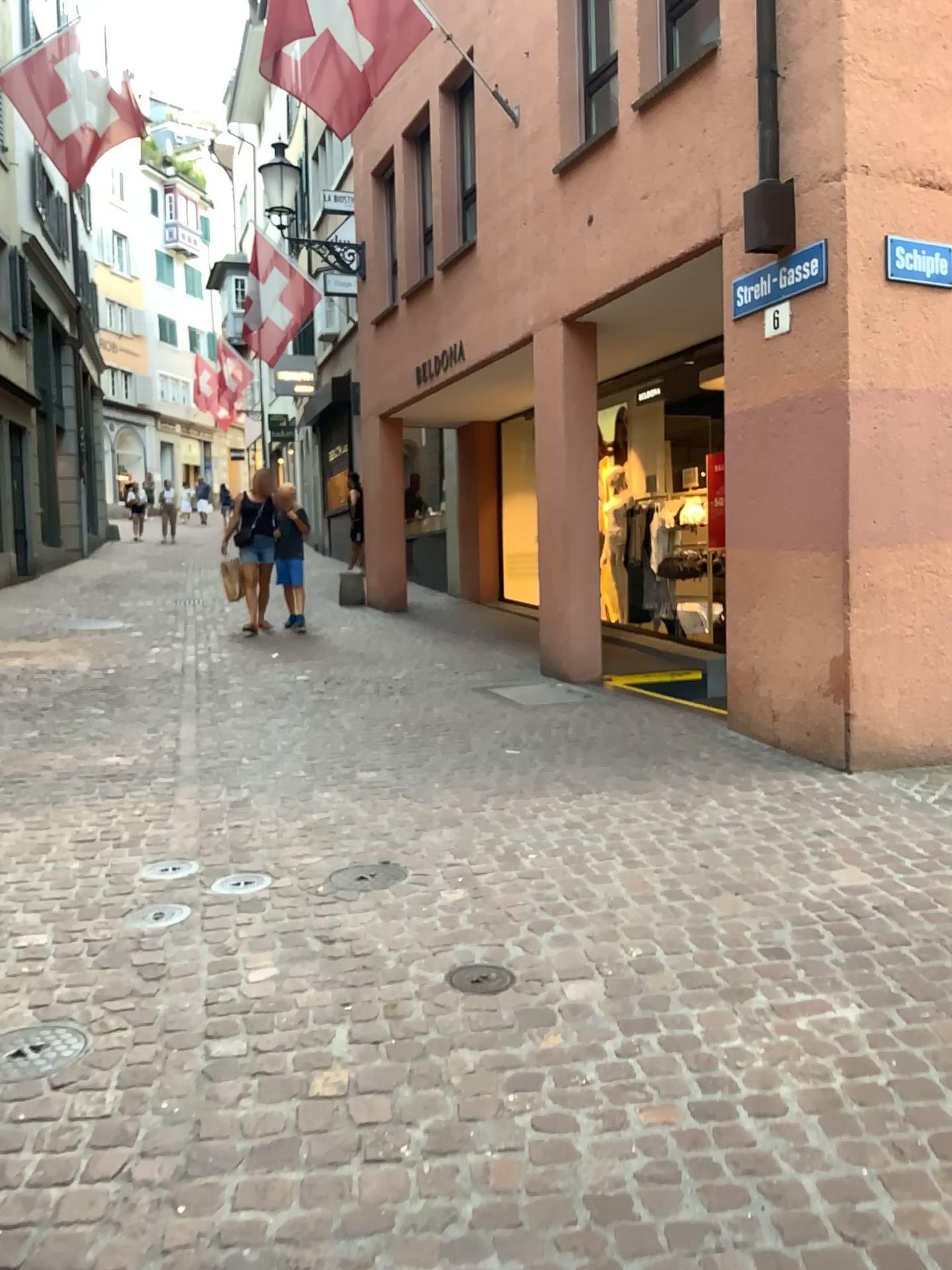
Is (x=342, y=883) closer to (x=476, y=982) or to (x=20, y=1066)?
(x=476, y=982)

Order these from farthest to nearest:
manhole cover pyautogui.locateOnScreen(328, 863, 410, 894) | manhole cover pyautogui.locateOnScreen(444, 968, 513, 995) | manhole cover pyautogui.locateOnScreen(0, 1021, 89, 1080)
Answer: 1. manhole cover pyautogui.locateOnScreen(328, 863, 410, 894)
2. manhole cover pyautogui.locateOnScreen(444, 968, 513, 995)
3. manhole cover pyautogui.locateOnScreen(0, 1021, 89, 1080)

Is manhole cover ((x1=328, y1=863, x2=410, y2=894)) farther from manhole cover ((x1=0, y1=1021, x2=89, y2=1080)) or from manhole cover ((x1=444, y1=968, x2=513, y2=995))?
manhole cover ((x1=0, y1=1021, x2=89, y2=1080))

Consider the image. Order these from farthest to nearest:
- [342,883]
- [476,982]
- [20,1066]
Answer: [342,883] < [476,982] < [20,1066]

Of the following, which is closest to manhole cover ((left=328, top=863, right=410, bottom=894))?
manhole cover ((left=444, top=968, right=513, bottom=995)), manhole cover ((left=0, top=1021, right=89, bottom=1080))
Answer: manhole cover ((left=444, top=968, right=513, bottom=995))

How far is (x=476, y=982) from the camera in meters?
2.9 m

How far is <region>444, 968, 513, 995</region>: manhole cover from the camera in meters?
2.9

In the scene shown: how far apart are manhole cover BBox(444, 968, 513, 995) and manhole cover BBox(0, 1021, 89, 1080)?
1.0 meters

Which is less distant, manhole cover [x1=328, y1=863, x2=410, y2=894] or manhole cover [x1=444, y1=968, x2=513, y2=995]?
manhole cover [x1=444, y1=968, x2=513, y2=995]

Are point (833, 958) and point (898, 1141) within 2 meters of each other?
yes
